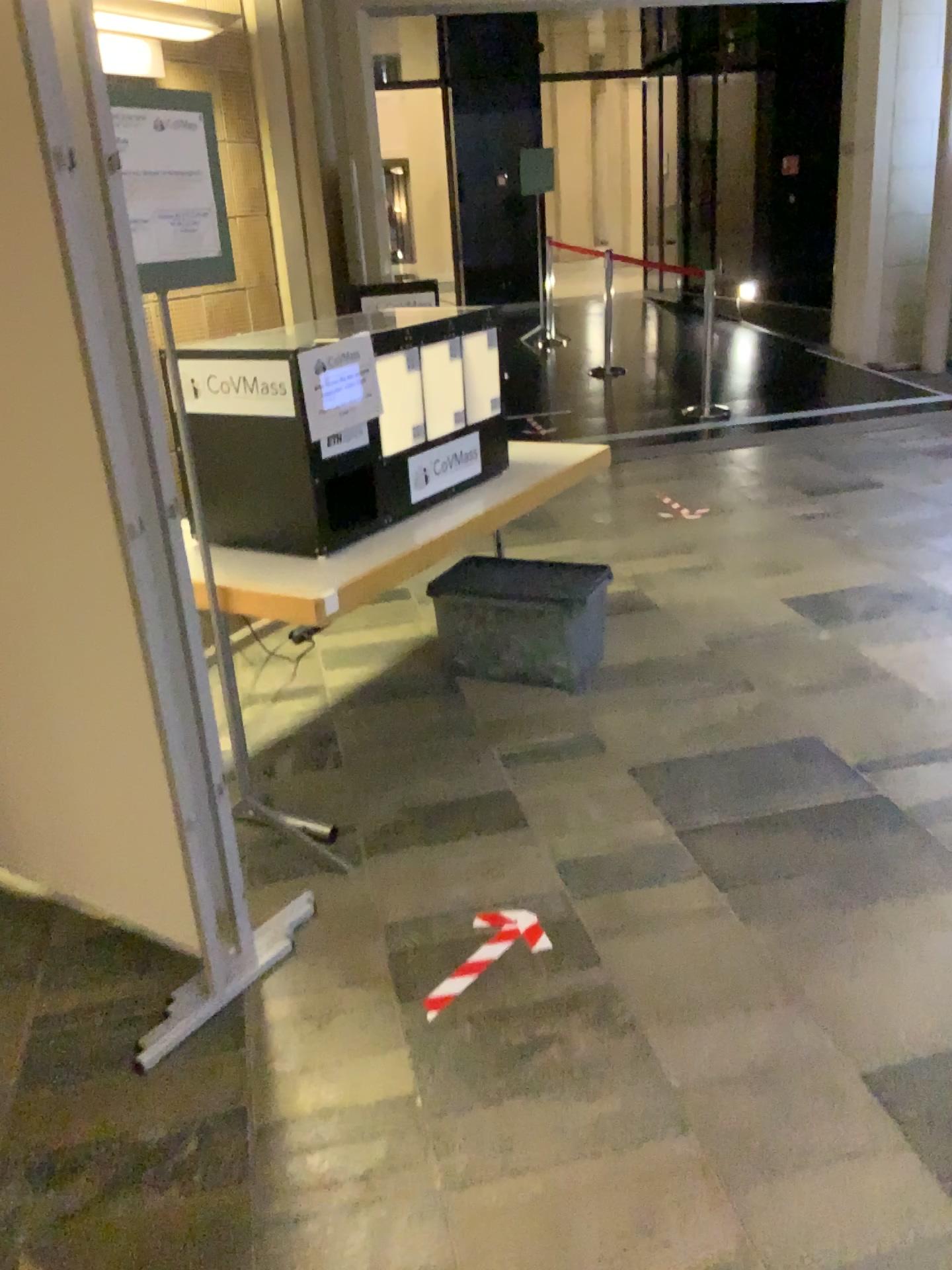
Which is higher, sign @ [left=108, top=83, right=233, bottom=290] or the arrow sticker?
sign @ [left=108, top=83, right=233, bottom=290]

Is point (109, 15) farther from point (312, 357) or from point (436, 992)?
point (436, 992)

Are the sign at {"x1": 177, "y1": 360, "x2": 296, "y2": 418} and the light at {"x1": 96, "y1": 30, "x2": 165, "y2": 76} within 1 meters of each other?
no

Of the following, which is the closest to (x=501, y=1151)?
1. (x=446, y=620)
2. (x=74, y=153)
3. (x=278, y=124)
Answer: (x=74, y=153)

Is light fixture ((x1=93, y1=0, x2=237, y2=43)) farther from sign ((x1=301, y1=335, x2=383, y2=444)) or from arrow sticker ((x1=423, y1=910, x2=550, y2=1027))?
arrow sticker ((x1=423, y1=910, x2=550, y2=1027))

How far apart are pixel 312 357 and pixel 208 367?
0.26m

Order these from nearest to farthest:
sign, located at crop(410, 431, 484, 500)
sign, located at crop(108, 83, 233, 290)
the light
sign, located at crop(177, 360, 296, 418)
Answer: sign, located at crop(108, 83, 233, 290), sign, located at crop(177, 360, 296, 418), sign, located at crop(410, 431, 484, 500), the light

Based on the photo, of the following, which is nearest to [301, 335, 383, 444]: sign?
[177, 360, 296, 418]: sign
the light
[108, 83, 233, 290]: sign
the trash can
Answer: [177, 360, 296, 418]: sign

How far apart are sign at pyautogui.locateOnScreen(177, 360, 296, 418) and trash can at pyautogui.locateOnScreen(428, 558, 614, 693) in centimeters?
119cm

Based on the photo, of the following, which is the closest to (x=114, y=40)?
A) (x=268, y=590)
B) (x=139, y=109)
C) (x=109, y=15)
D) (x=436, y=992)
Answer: (x=109, y=15)
